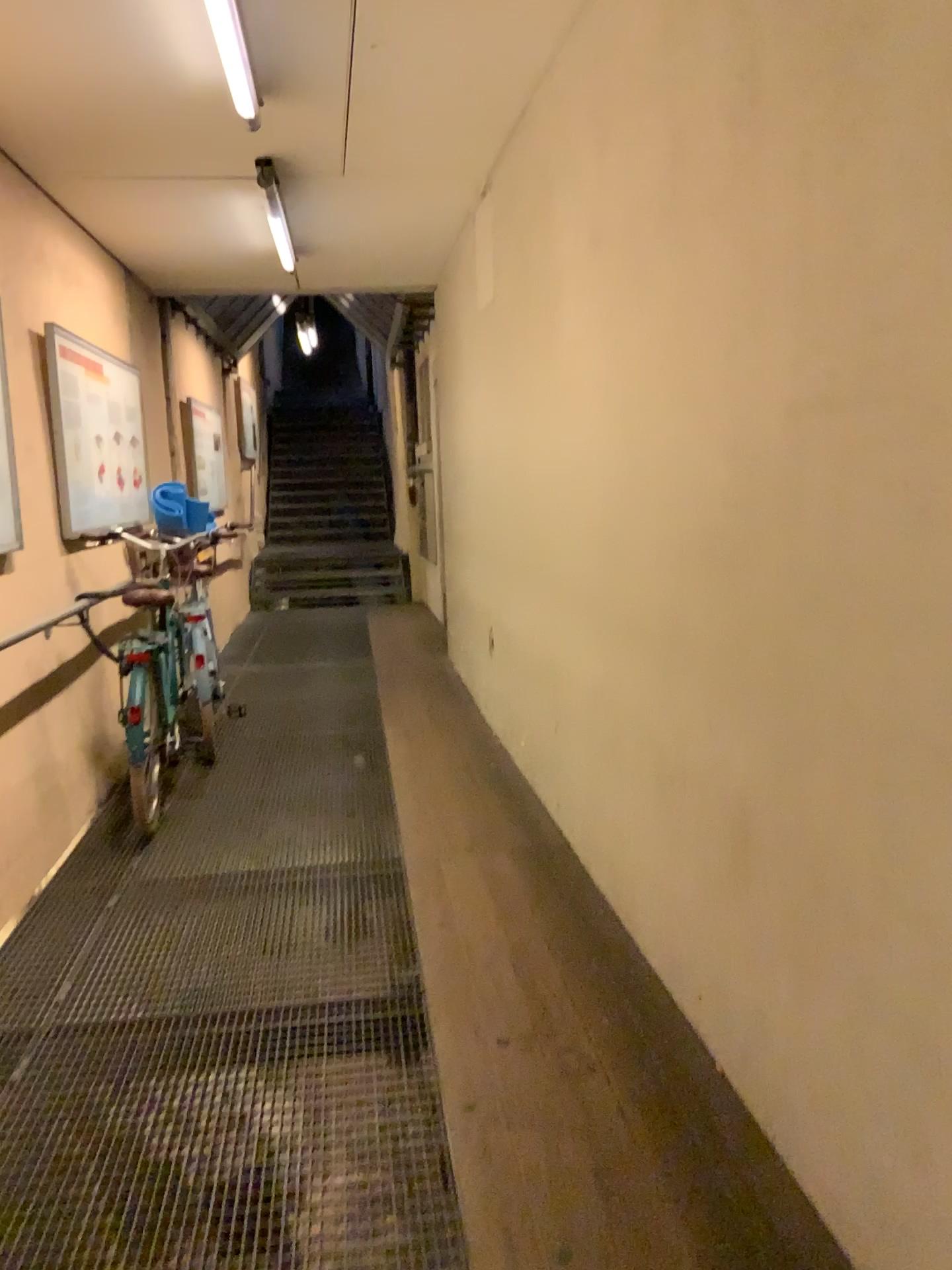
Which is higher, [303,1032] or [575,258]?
[575,258]
